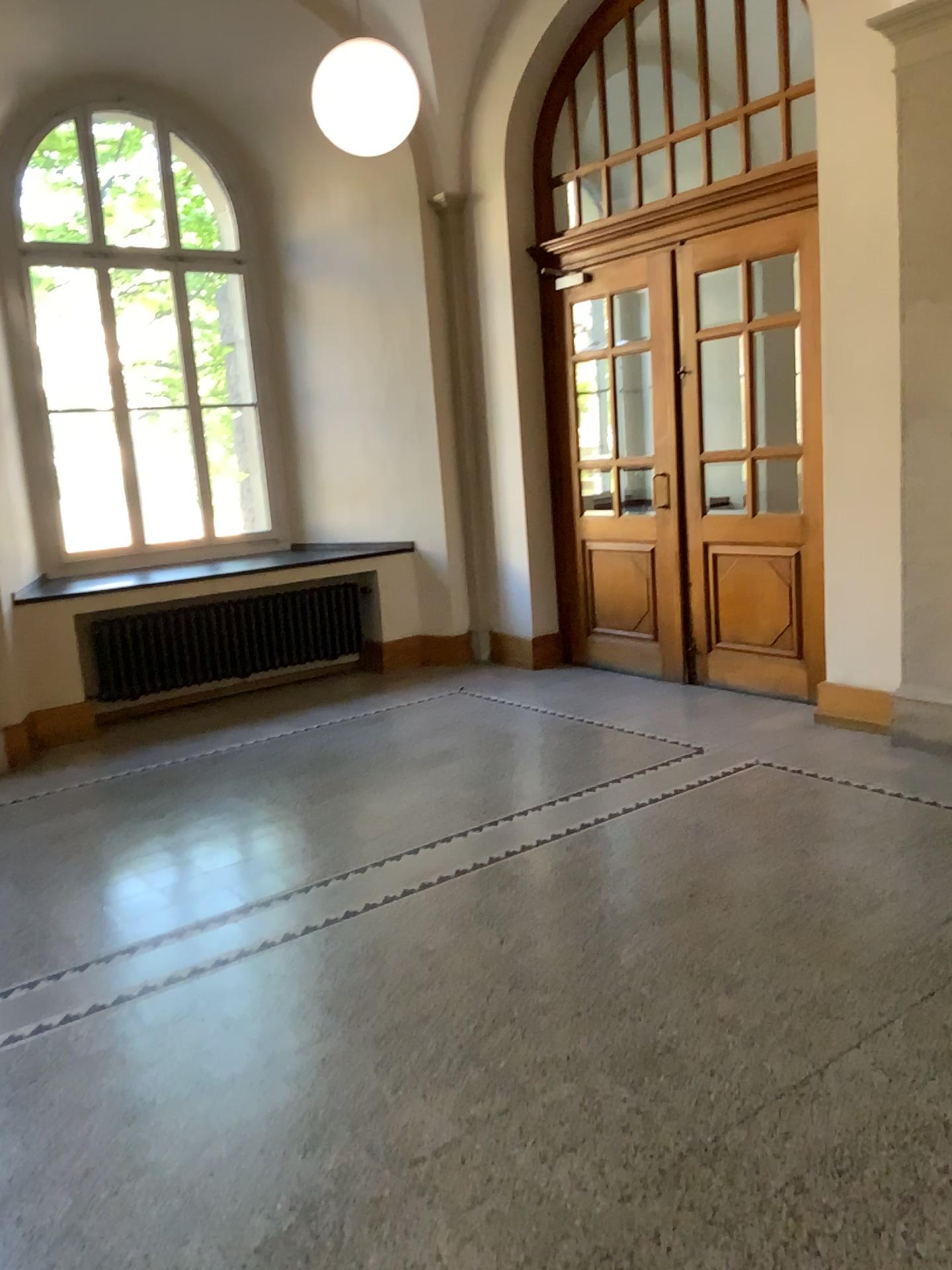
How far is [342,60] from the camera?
4.7m

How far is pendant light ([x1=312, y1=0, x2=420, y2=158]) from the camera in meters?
4.7

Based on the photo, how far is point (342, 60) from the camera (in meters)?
4.68

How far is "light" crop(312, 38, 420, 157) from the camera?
4.7m

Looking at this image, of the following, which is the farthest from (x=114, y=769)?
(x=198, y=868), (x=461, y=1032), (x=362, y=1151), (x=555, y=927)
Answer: (x=362, y=1151)
